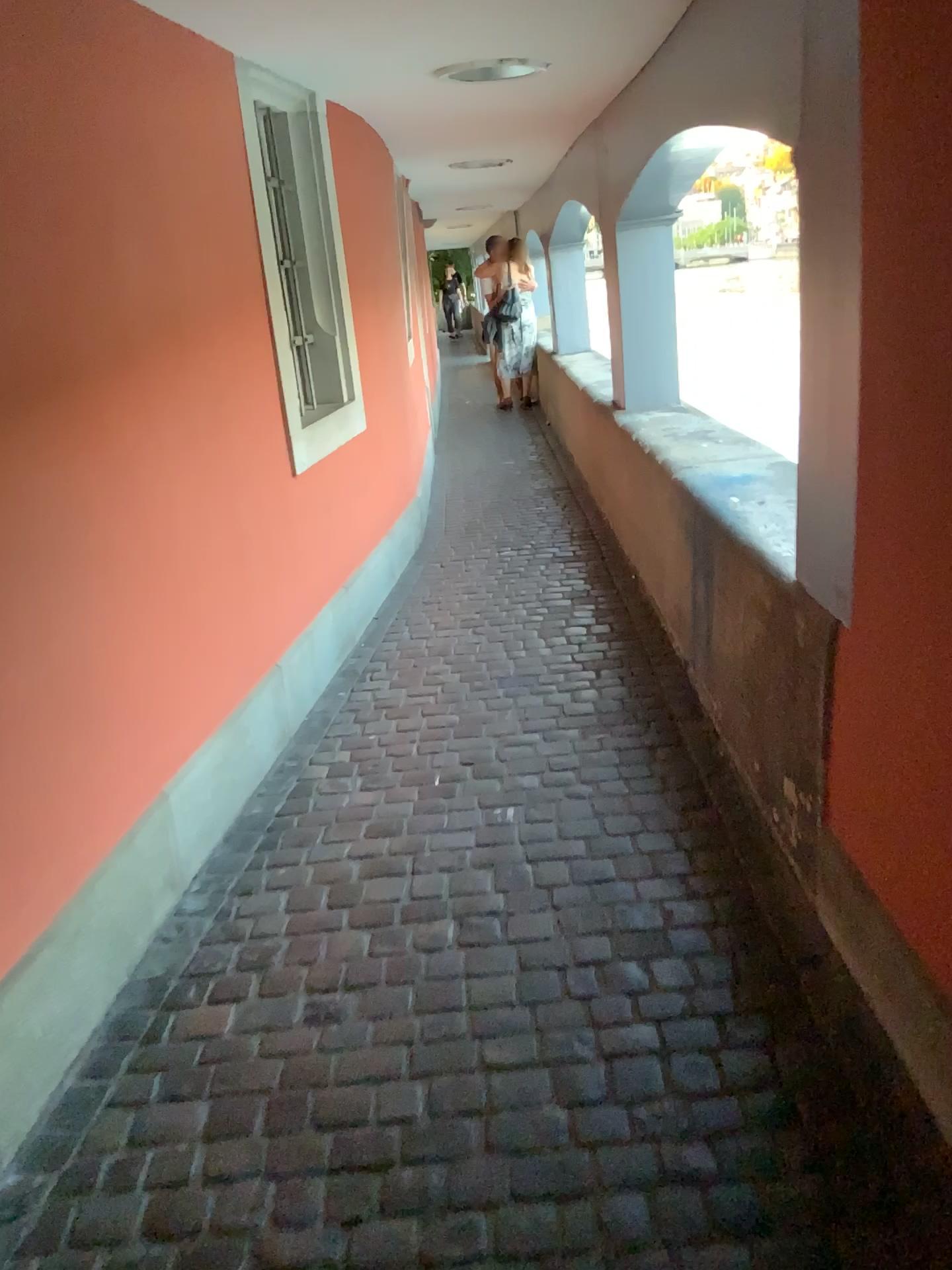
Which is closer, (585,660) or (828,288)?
(828,288)
